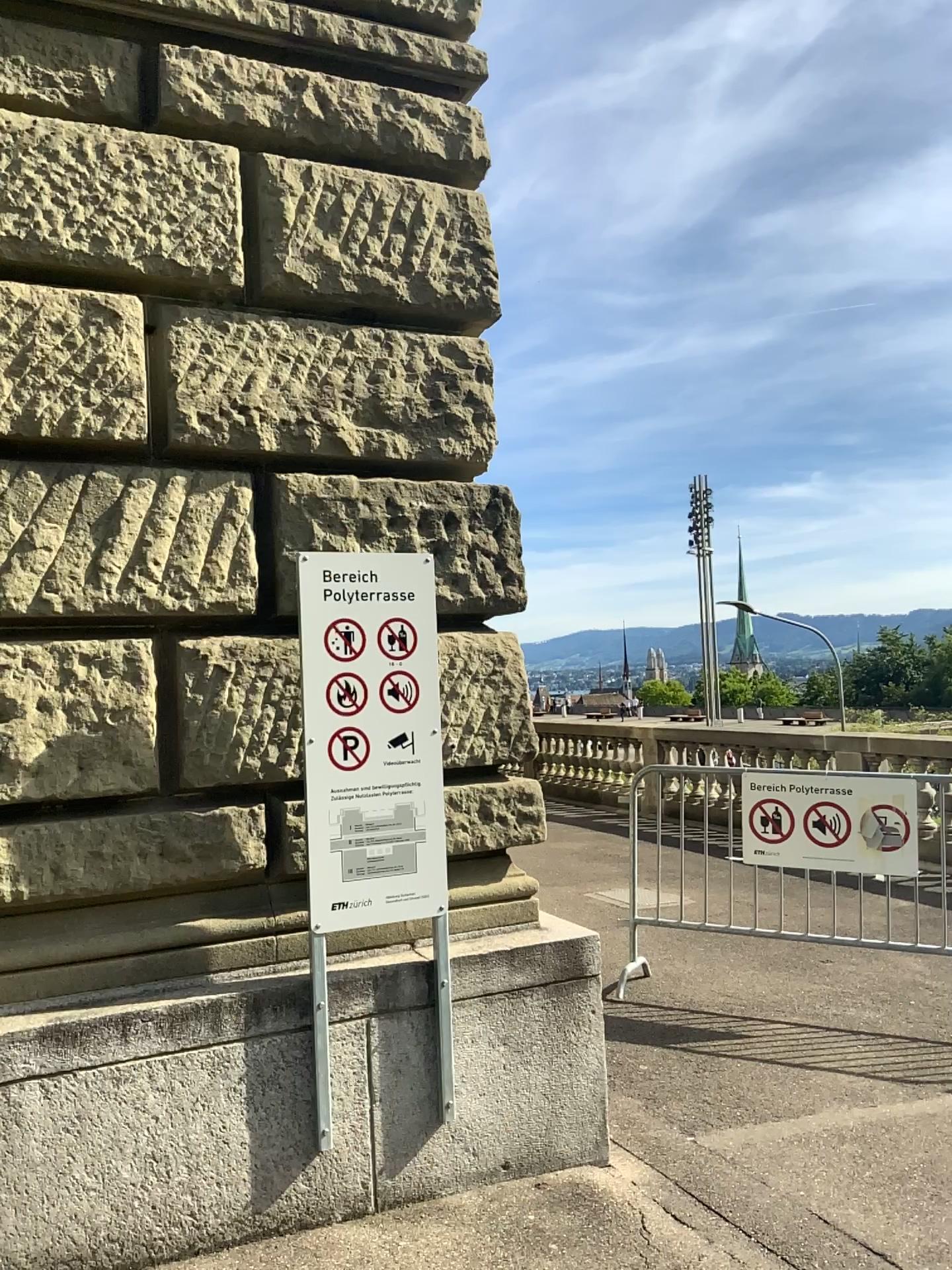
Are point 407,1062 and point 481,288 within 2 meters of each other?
no
